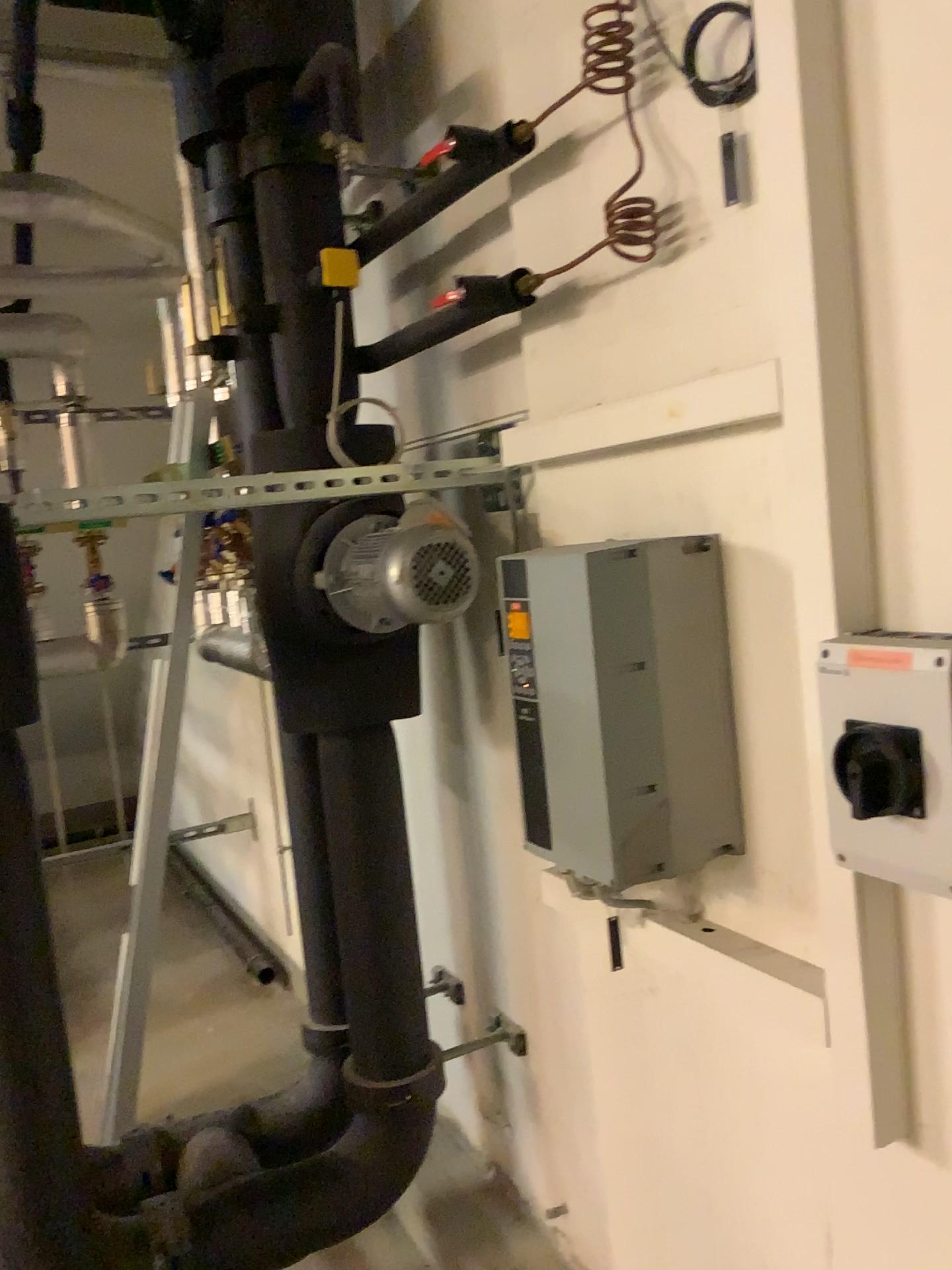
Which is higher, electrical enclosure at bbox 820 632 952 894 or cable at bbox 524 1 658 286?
cable at bbox 524 1 658 286

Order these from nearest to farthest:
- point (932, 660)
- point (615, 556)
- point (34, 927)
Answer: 1. point (932, 660)
2. point (615, 556)
3. point (34, 927)

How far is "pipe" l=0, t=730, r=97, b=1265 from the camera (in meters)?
1.67

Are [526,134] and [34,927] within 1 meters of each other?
no

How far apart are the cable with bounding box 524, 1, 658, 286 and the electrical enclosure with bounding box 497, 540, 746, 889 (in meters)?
0.37

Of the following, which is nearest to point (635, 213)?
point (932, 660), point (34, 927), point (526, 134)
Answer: point (526, 134)

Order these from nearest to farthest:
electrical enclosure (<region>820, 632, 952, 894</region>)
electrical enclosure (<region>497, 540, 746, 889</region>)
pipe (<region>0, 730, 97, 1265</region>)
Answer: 1. electrical enclosure (<region>820, 632, 952, 894</region>)
2. electrical enclosure (<region>497, 540, 746, 889</region>)
3. pipe (<region>0, 730, 97, 1265</region>)

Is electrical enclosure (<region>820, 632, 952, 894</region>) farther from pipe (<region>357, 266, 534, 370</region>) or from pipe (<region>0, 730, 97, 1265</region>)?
pipe (<region>0, 730, 97, 1265</region>)

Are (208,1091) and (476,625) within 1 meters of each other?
no

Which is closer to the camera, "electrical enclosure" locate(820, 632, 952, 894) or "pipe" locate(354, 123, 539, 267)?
"electrical enclosure" locate(820, 632, 952, 894)
